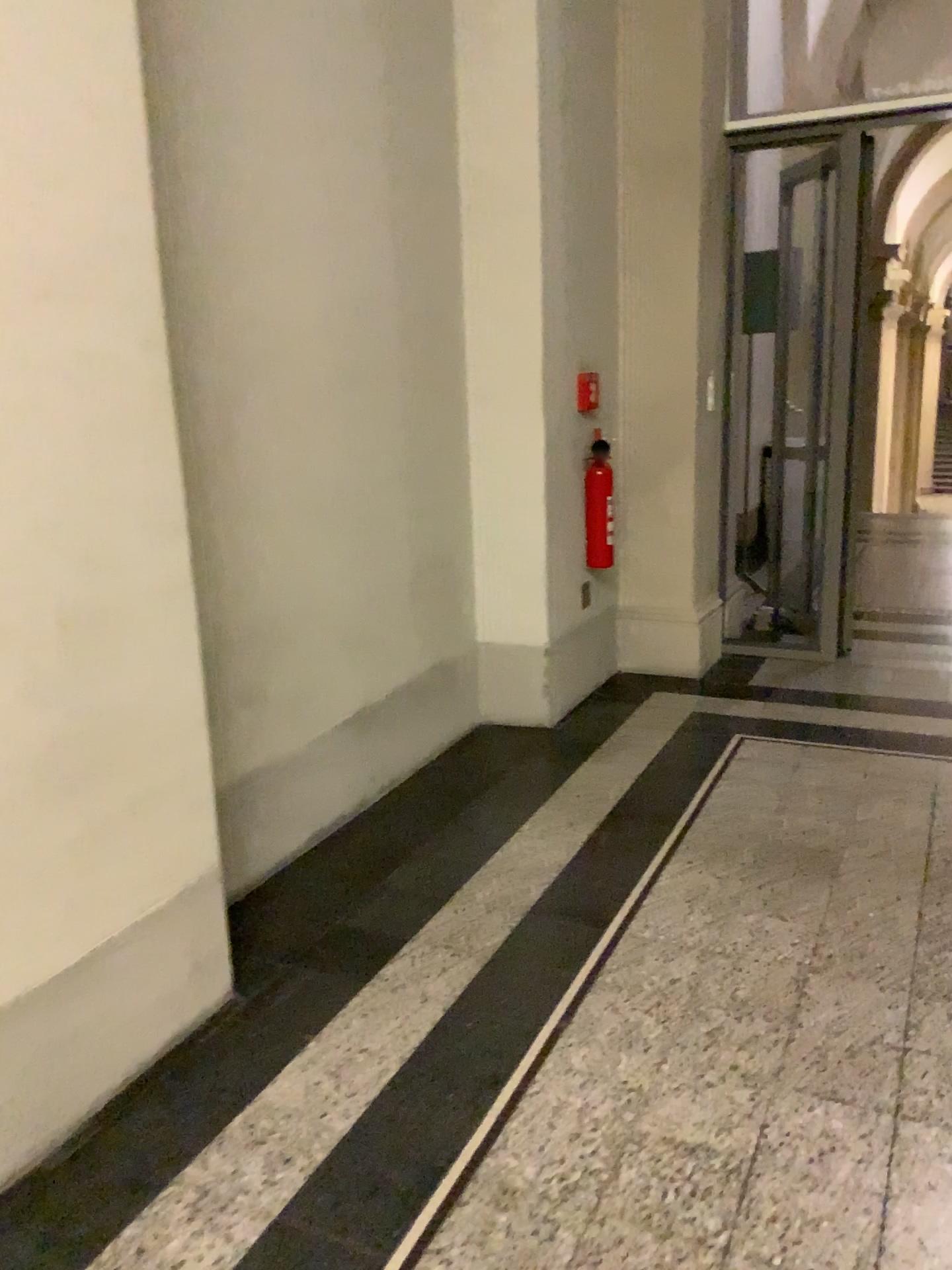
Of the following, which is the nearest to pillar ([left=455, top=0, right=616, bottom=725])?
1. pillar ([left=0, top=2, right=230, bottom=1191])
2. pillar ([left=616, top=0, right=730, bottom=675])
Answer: pillar ([left=616, top=0, right=730, bottom=675])

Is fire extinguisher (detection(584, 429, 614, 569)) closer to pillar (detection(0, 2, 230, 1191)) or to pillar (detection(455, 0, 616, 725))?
pillar (detection(455, 0, 616, 725))

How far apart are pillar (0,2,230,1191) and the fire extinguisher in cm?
243

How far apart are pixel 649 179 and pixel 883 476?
1.6 meters

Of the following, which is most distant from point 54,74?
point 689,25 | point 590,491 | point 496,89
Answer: point 689,25

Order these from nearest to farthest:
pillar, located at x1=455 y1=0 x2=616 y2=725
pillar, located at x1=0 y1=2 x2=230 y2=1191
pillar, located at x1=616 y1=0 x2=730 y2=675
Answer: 1. pillar, located at x1=0 y1=2 x2=230 y2=1191
2. pillar, located at x1=455 y1=0 x2=616 y2=725
3. pillar, located at x1=616 y1=0 x2=730 y2=675

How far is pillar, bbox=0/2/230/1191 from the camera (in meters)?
1.62

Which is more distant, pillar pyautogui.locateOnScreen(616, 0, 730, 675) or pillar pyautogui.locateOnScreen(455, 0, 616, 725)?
pillar pyautogui.locateOnScreen(616, 0, 730, 675)

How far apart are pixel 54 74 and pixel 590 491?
2.8 meters

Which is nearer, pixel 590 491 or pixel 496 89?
pixel 496 89
